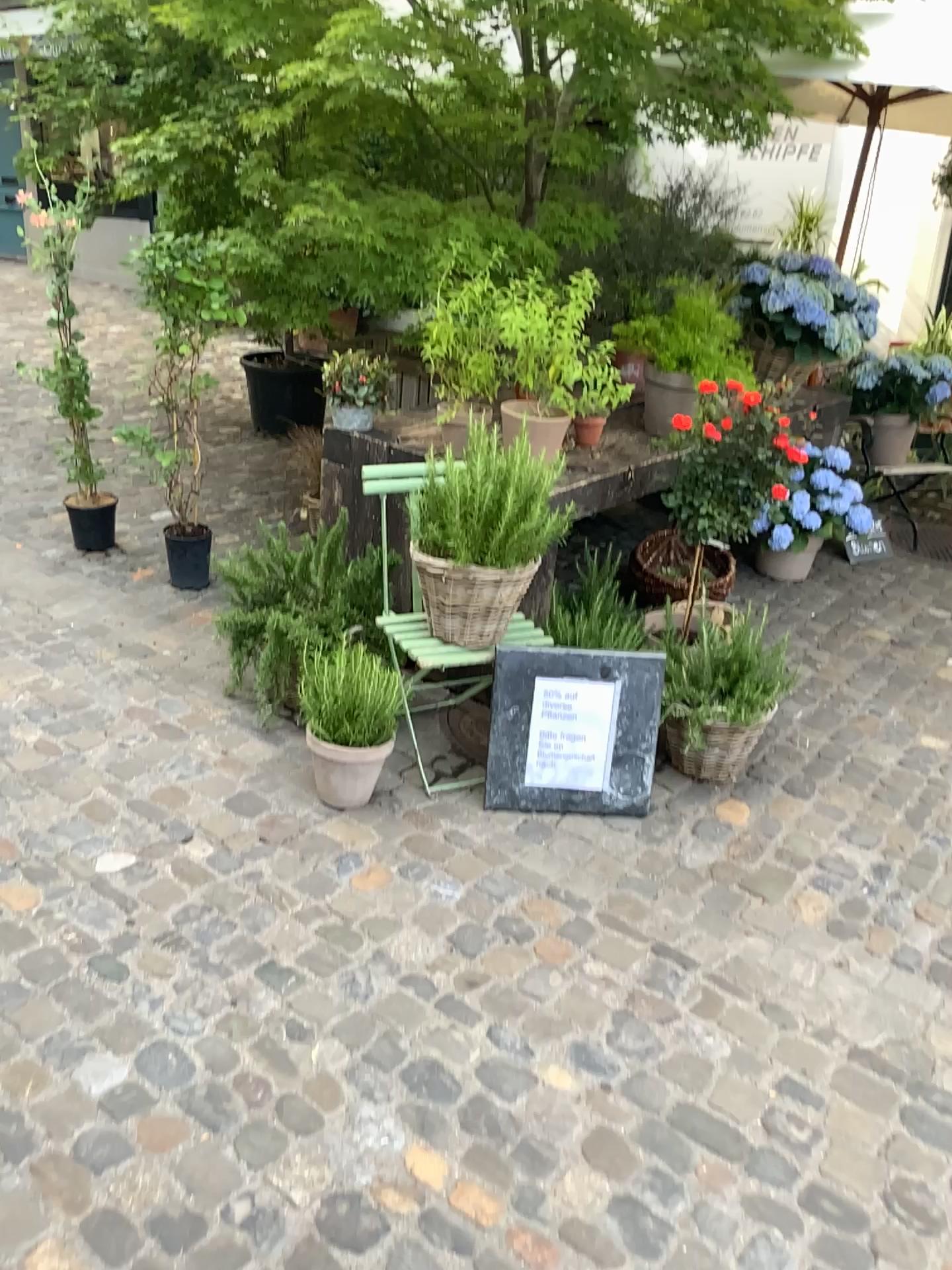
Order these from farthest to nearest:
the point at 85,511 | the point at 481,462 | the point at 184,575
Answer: the point at 85,511 < the point at 184,575 < the point at 481,462

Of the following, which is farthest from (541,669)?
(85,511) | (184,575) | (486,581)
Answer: (85,511)

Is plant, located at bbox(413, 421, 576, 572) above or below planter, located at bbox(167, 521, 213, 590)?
above

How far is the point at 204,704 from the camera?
3.1 meters

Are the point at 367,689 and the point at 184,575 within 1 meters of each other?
no

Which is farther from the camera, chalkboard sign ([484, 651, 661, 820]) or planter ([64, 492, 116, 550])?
planter ([64, 492, 116, 550])

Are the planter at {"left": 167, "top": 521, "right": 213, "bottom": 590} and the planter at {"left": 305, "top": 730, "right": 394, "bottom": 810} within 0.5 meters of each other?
no

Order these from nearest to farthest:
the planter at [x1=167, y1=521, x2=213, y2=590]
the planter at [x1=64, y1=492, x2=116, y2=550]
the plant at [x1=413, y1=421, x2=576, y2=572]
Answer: the plant at [x1=413, y1=421, x2=576, y2=572] < the planter at [x1=167, y1=521, x2=213, y2=590] < the planter at [x1=64, y1=492, x2=116, y2=550]

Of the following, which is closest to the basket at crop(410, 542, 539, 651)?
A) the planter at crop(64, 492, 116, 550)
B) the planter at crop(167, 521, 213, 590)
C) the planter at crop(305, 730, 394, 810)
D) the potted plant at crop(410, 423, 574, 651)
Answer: the potted plant at crop(410, 423, 574, 651)

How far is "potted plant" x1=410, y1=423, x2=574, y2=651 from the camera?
2.7m
